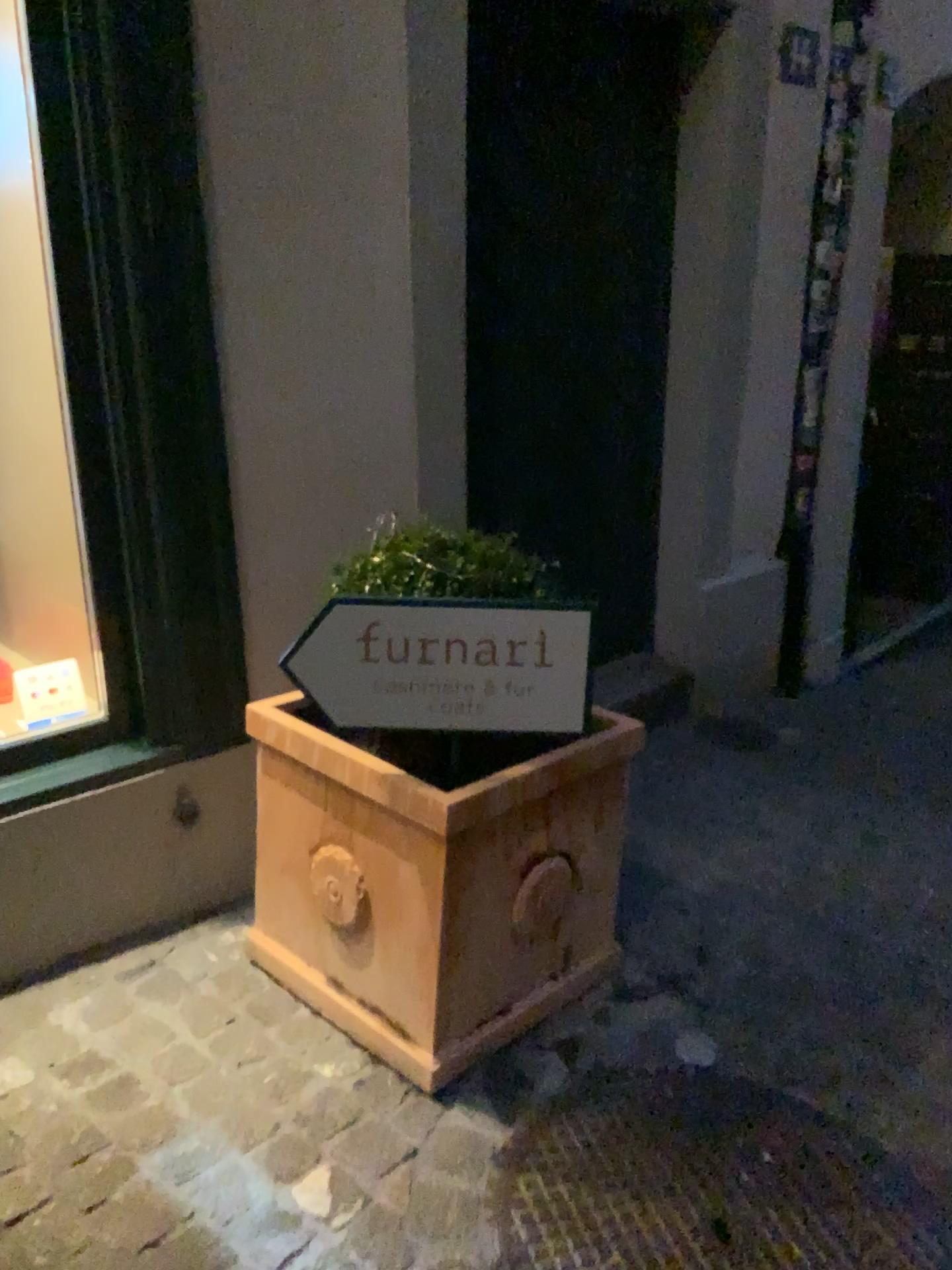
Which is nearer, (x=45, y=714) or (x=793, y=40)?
(x=45, y=714)

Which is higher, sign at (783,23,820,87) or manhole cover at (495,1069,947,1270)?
sign at (783,23,820,87)

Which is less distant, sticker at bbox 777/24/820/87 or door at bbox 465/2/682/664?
door at bbox 465/2/682/664

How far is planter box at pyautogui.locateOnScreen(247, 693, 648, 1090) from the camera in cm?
180

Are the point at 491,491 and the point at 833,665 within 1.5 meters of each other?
no

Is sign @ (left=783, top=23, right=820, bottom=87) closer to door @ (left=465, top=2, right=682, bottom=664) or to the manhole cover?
door @ (left=465, top=2, right=682, bottom=664)

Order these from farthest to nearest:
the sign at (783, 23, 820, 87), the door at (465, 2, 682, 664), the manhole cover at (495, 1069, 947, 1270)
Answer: the sign at (783, 23, 820, 87) → the door at (465, 2, 682, 664) → the manhole cover at (495, 1069, 947, 1270)

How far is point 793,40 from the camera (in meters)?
3.35

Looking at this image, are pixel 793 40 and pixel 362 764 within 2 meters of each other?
no

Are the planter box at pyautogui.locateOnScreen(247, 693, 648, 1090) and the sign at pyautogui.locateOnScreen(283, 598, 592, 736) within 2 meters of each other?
yes
